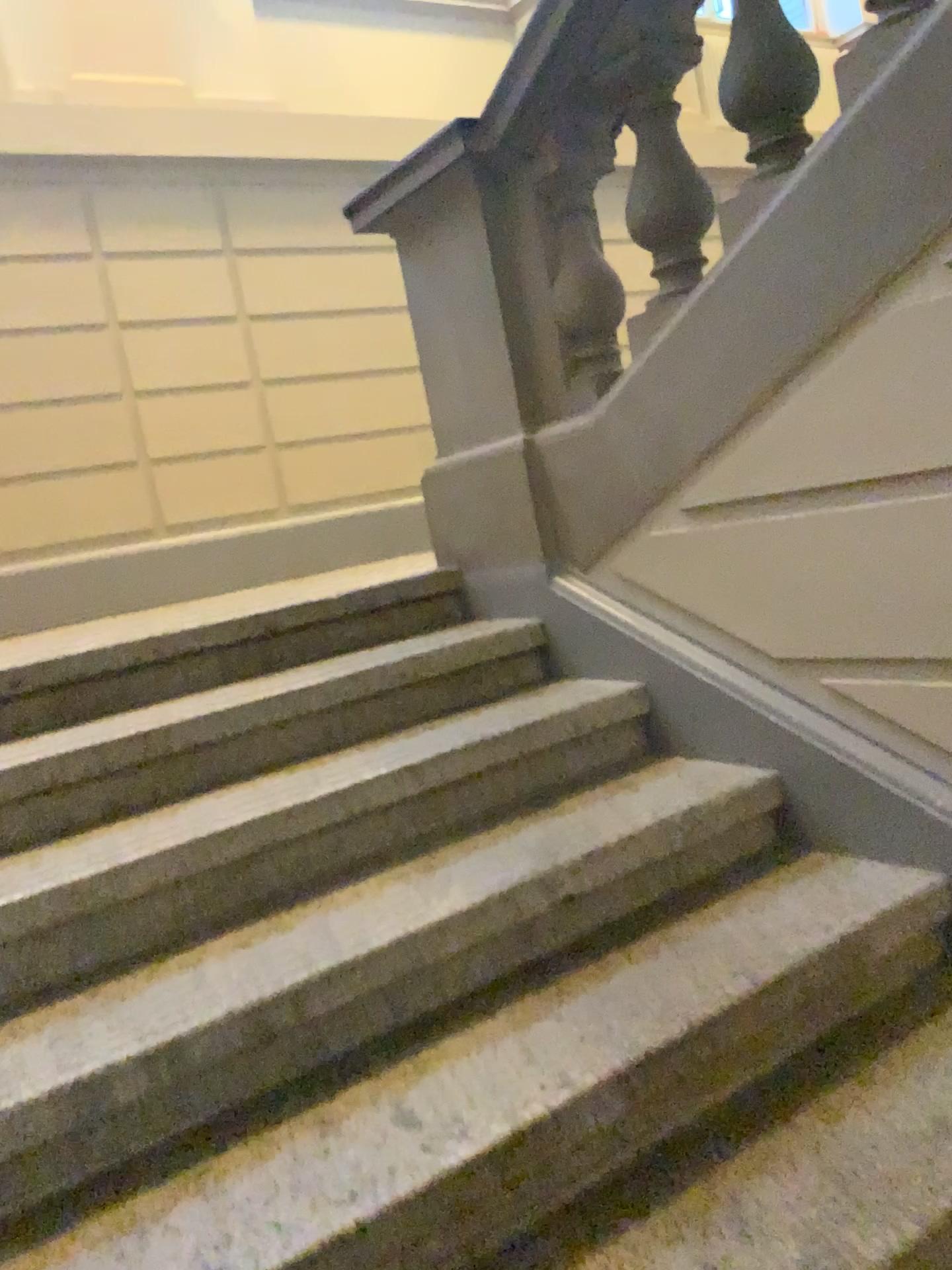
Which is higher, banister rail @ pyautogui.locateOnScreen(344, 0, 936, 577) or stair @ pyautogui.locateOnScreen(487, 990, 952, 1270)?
banister rail @ pyautogui.locateOnScreen(344, 0, 936, 577)

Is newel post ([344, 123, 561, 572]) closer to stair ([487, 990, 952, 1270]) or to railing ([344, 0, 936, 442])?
railing ([344, 0, 936, 442])

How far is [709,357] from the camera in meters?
2.0

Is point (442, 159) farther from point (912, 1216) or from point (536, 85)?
point (912, 1216)

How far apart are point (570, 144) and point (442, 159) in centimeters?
32cm

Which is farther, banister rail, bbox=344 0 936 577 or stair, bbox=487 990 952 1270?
banister rail, bbox=344 0 936 577

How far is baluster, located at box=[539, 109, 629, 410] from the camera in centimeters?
233cm

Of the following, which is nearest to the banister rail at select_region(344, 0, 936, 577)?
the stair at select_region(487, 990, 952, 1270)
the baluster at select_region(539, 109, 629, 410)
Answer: the baluster at select_region(539, 109, 629, 410)

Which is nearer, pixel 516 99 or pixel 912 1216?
pixel 912 1216

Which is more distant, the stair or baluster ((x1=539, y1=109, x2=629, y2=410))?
baluster ((x1=539, y1=109, x2=629, y2=410))
